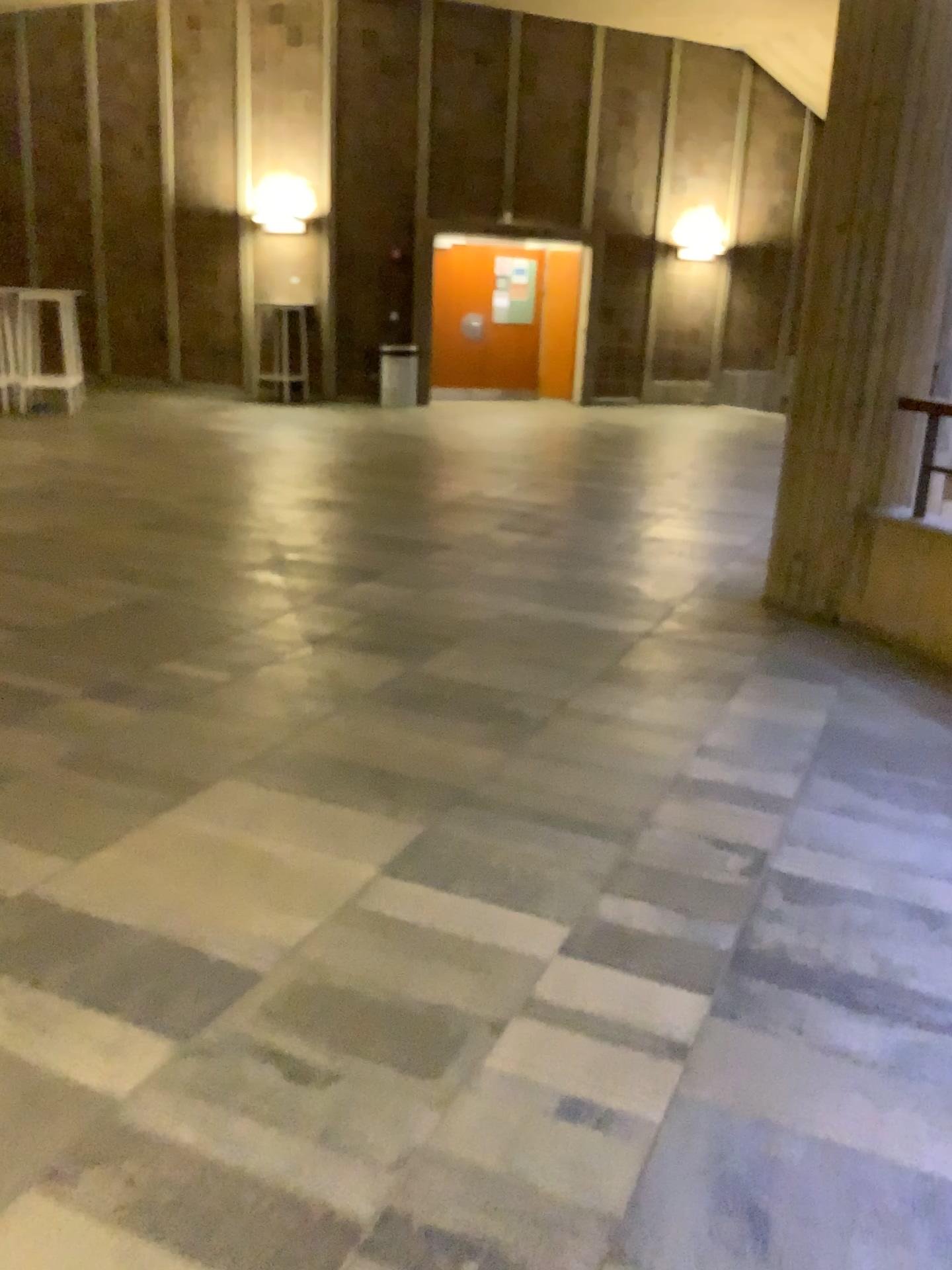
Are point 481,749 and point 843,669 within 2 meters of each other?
yes
